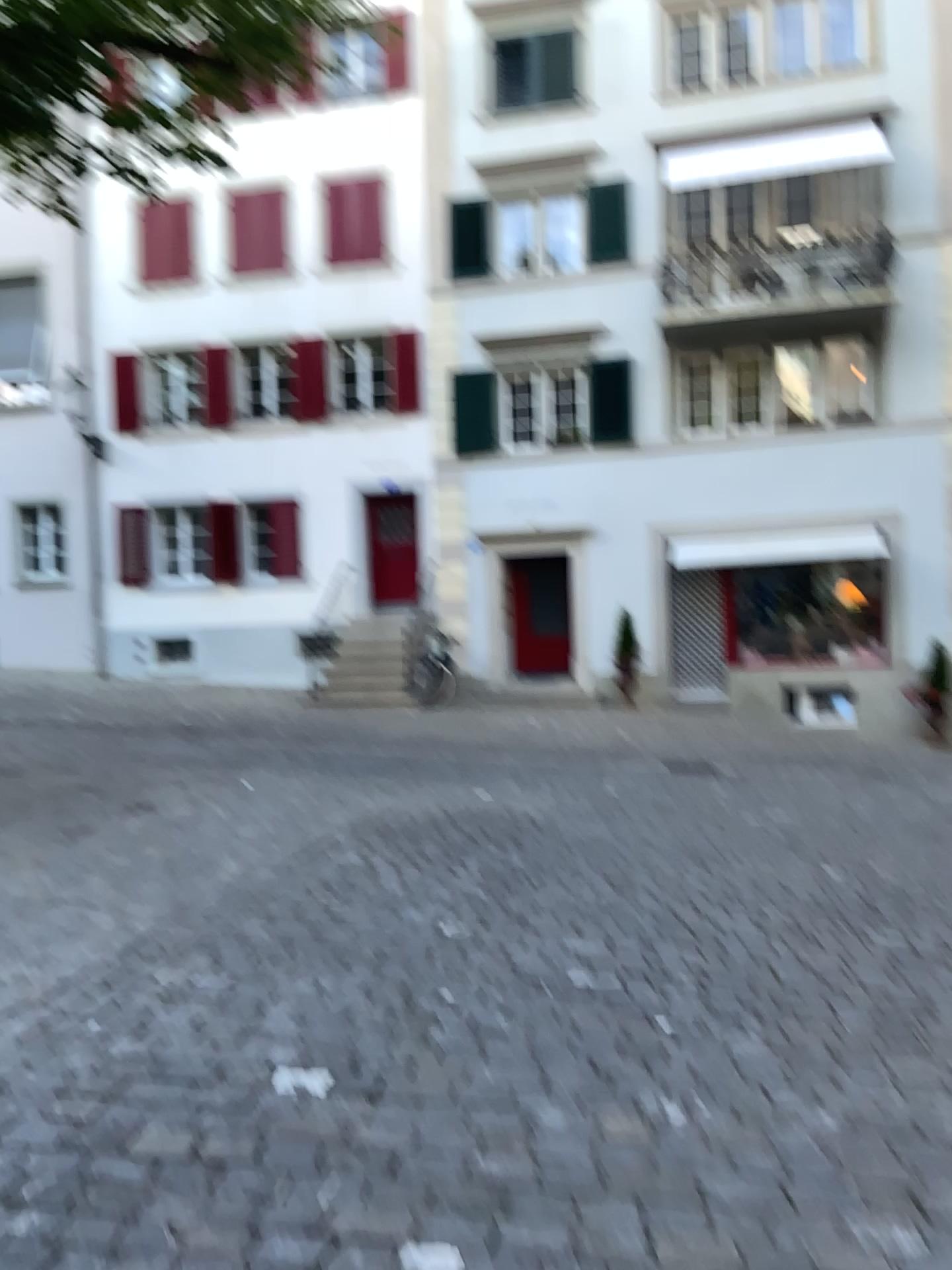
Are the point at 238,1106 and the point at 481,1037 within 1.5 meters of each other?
yes
